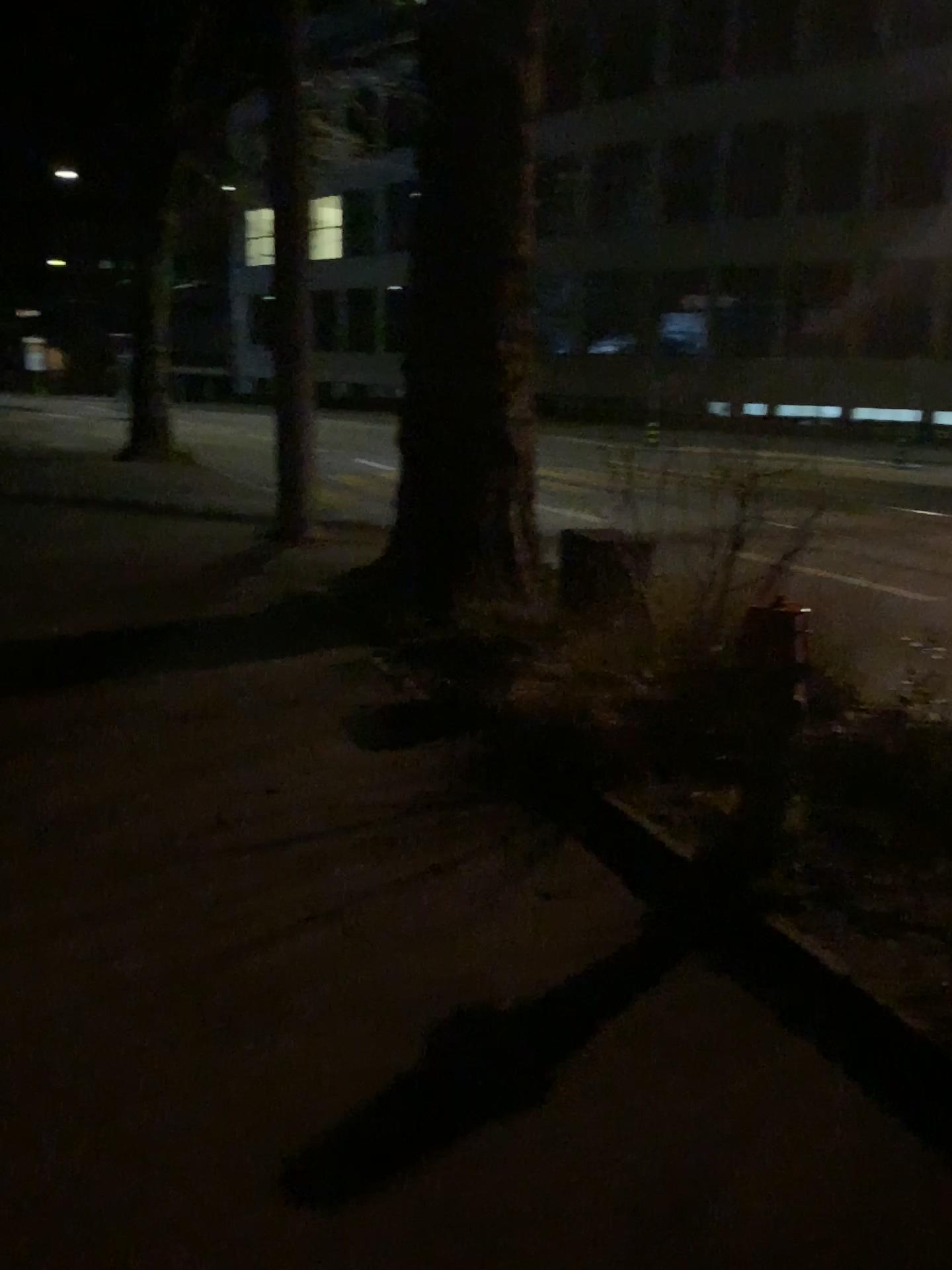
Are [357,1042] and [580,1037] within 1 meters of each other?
yes
